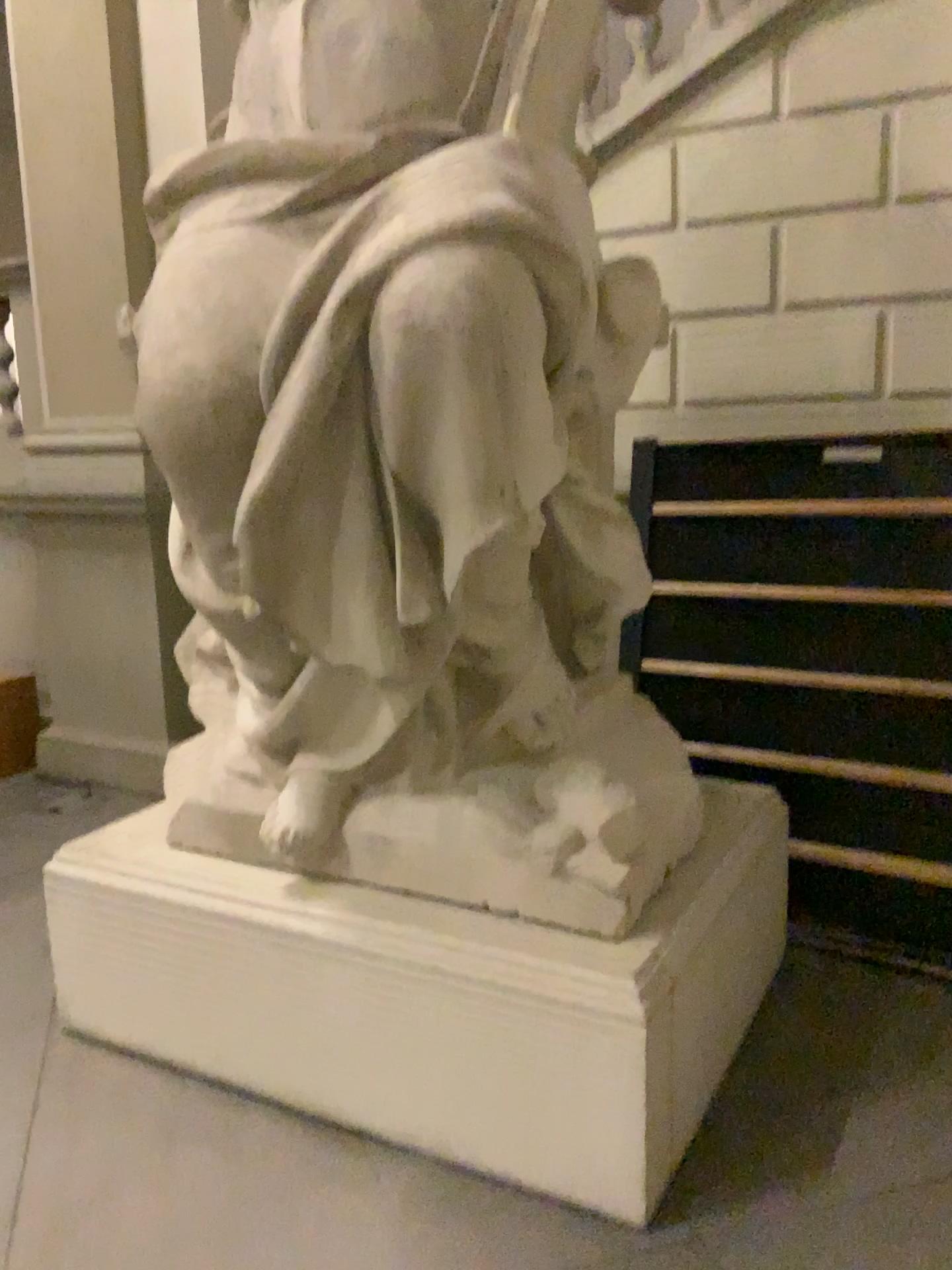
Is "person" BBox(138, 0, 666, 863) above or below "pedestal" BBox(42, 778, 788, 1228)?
above

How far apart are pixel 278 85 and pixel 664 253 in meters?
1.7

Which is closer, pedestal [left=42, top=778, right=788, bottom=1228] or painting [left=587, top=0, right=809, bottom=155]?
pedestal [left=42, top=778, right=788, bottom=1228]

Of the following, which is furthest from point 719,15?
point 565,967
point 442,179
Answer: point 565,967

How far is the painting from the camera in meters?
3.4

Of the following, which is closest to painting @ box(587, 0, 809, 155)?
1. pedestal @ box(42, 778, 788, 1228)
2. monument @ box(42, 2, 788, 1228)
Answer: monument @ box(42, 2, 788, 1228)

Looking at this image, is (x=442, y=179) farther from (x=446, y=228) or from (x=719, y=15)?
(x=719, y=15)

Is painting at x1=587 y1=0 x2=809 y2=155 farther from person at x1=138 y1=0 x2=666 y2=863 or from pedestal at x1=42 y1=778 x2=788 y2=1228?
pedestal at x1=42 y1=778 x2=788 y2=1228

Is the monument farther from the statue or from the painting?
the painting

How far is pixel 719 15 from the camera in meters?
3.4
